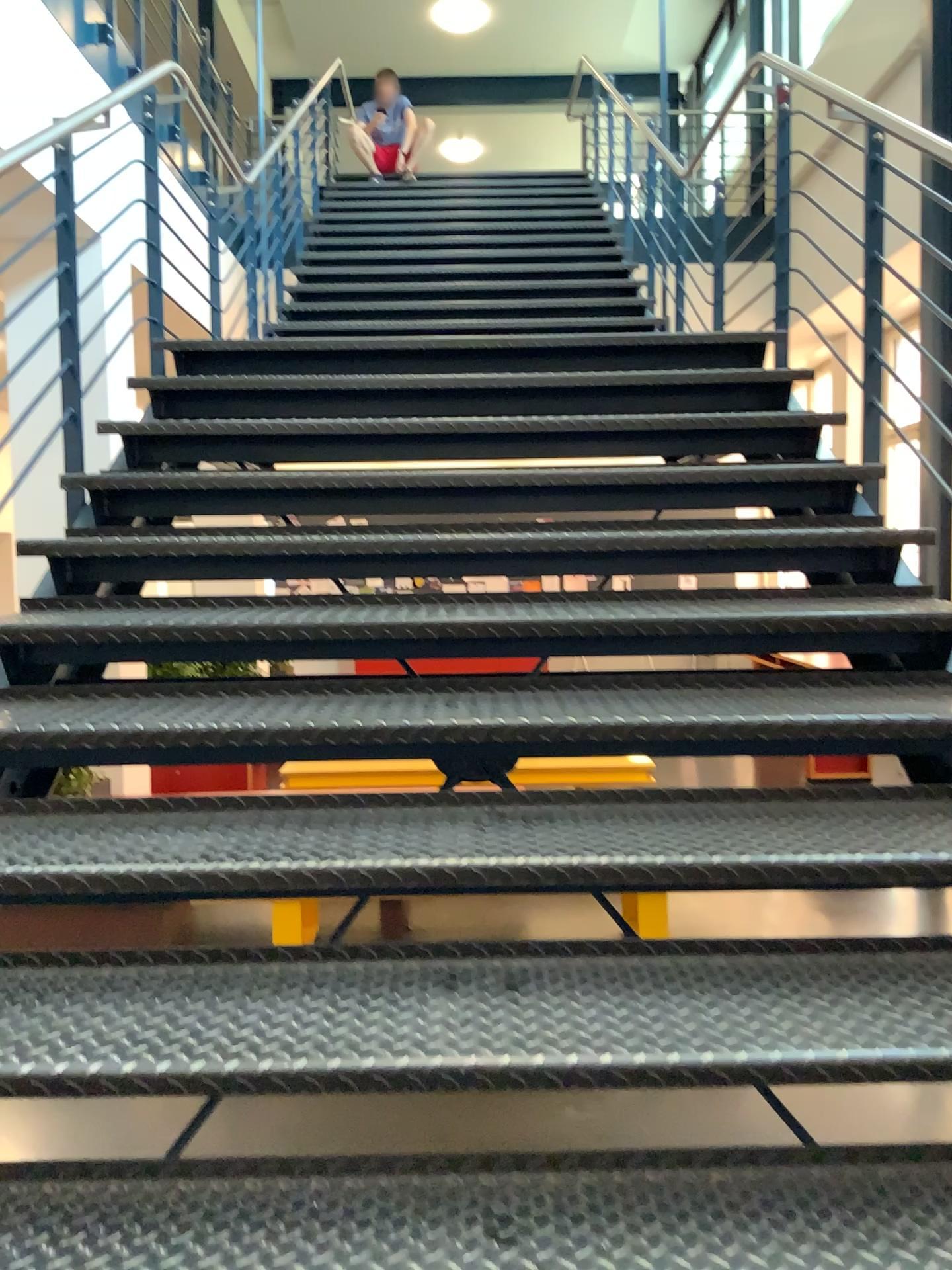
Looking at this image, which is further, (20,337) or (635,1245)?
(20,337)

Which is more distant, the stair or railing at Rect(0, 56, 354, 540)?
railing at Rect(0, 56, 354, 540)

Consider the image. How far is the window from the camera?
2.8m

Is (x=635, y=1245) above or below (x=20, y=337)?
below

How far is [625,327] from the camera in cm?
387

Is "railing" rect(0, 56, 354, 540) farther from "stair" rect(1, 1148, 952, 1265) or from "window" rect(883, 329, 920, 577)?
"window" rect(883, 329, 920, 577)

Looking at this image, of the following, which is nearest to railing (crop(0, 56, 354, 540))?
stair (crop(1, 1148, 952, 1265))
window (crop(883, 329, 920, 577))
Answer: stair (crop(1, 1148, 952, 1265))

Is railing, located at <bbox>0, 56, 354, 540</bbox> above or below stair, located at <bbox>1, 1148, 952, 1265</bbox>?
above

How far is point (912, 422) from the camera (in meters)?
2.76

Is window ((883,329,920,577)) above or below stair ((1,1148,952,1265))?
above
